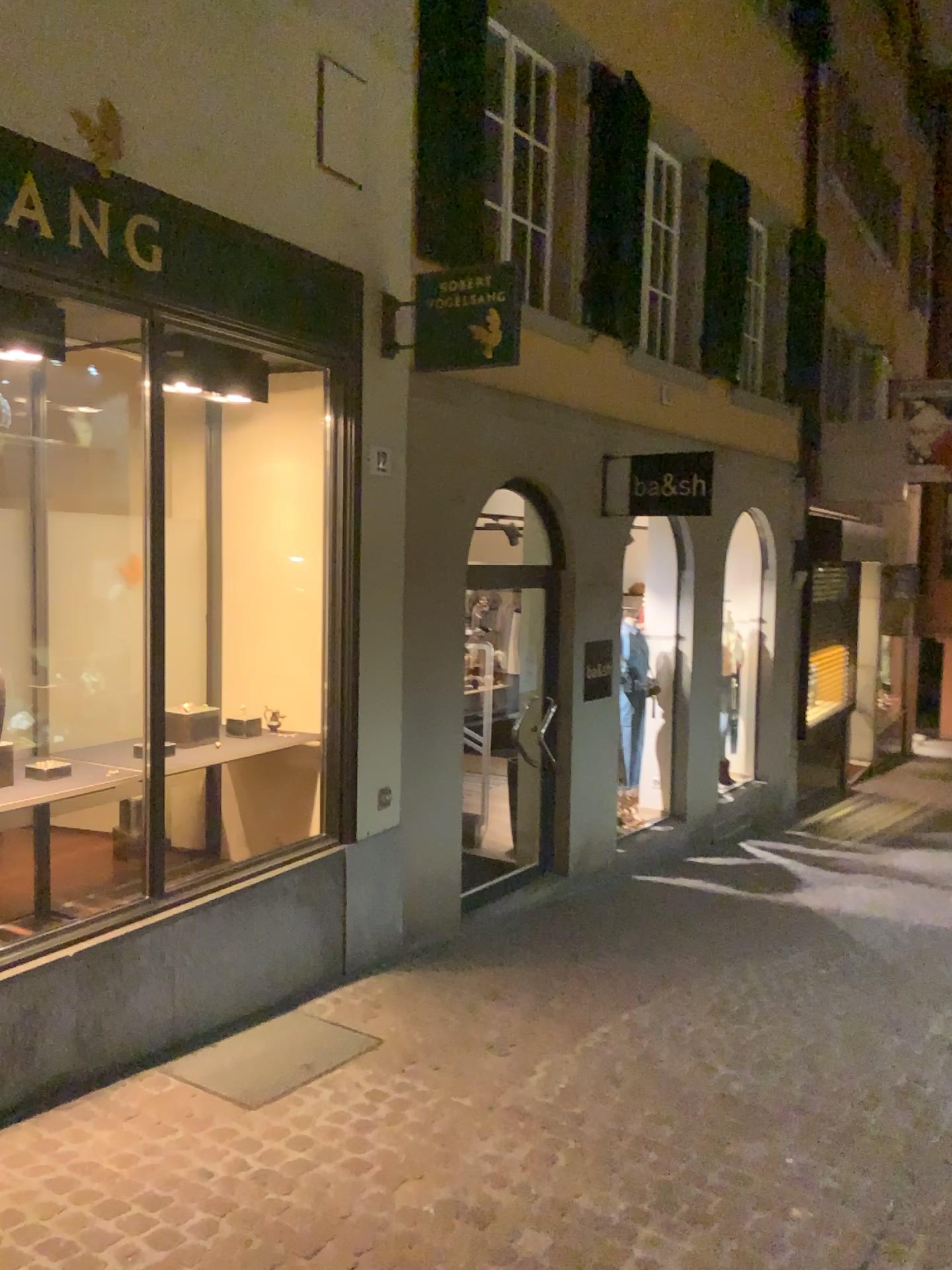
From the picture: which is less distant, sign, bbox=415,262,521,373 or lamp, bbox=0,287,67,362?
lamp, bbox=0,287,67,362

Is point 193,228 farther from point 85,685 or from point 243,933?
point 243,933

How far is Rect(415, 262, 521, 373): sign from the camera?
4.8m

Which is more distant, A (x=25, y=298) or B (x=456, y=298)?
B (x=456, y=298)

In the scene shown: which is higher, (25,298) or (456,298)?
(456,298)

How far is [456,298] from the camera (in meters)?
4.83
